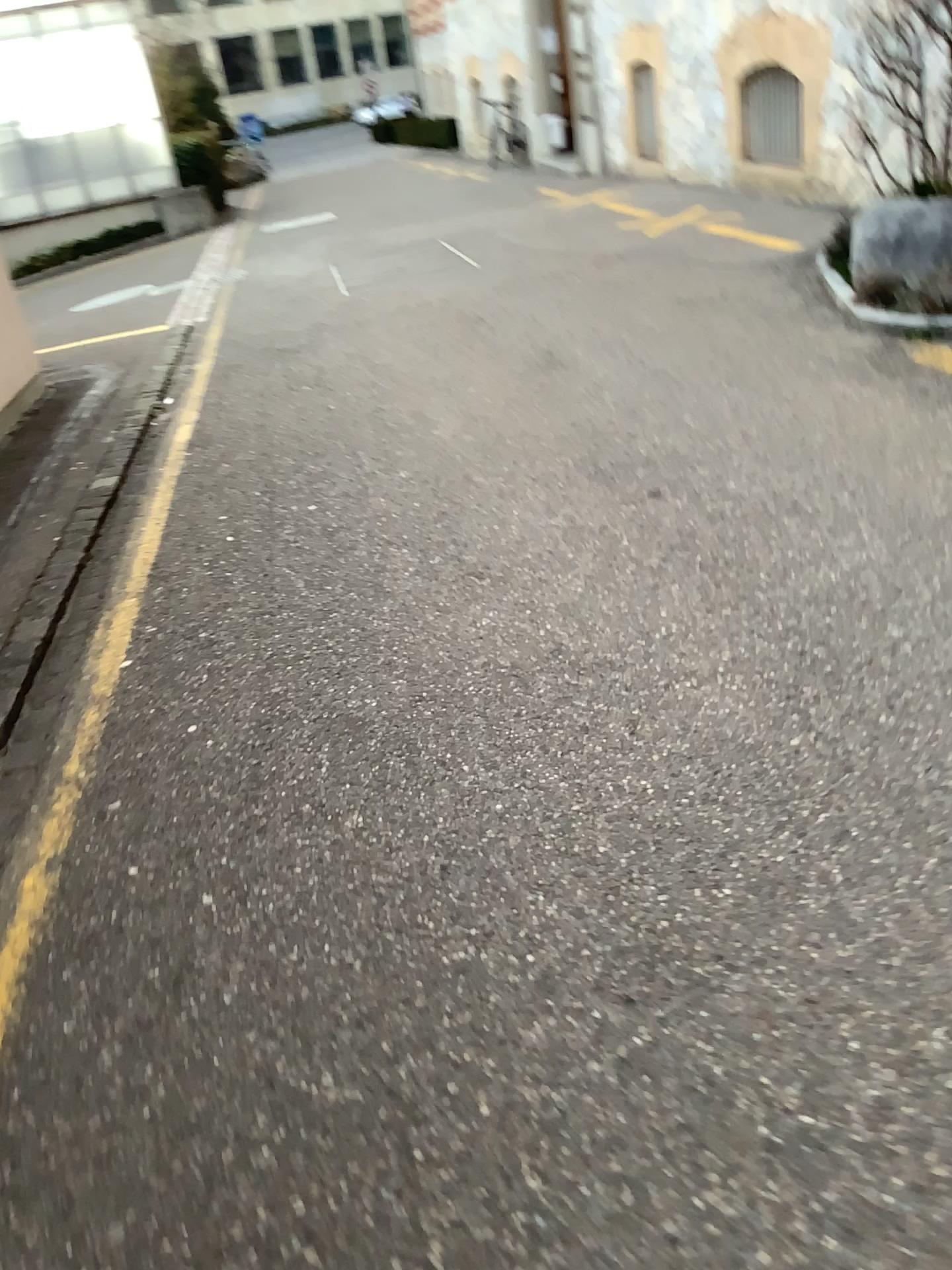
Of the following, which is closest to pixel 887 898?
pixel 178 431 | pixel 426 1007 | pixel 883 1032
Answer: pixel 883 1032
